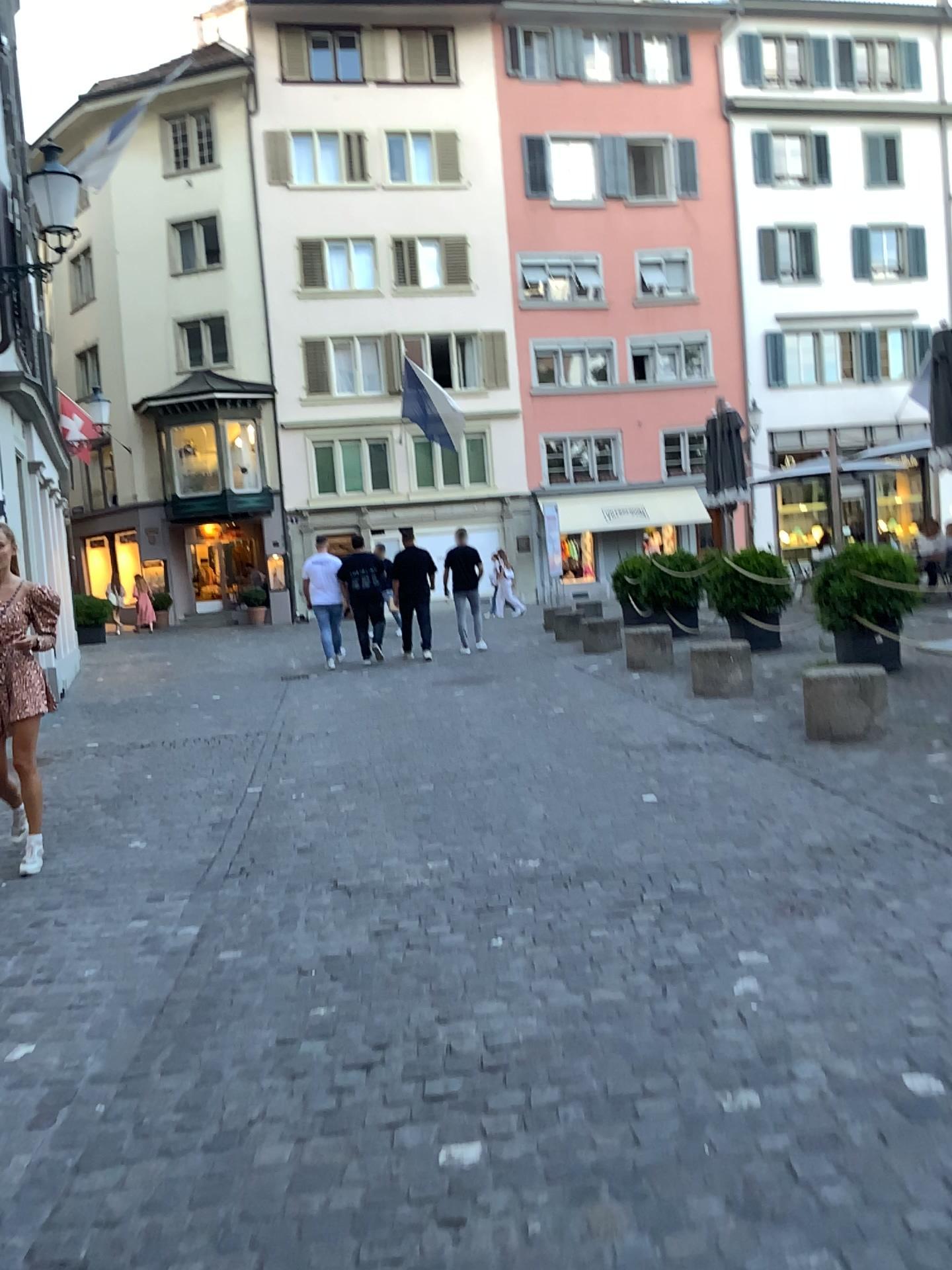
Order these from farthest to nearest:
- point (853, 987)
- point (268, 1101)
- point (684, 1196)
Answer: point (853, 987) → point (268, 1101) → point (684, 1196)
